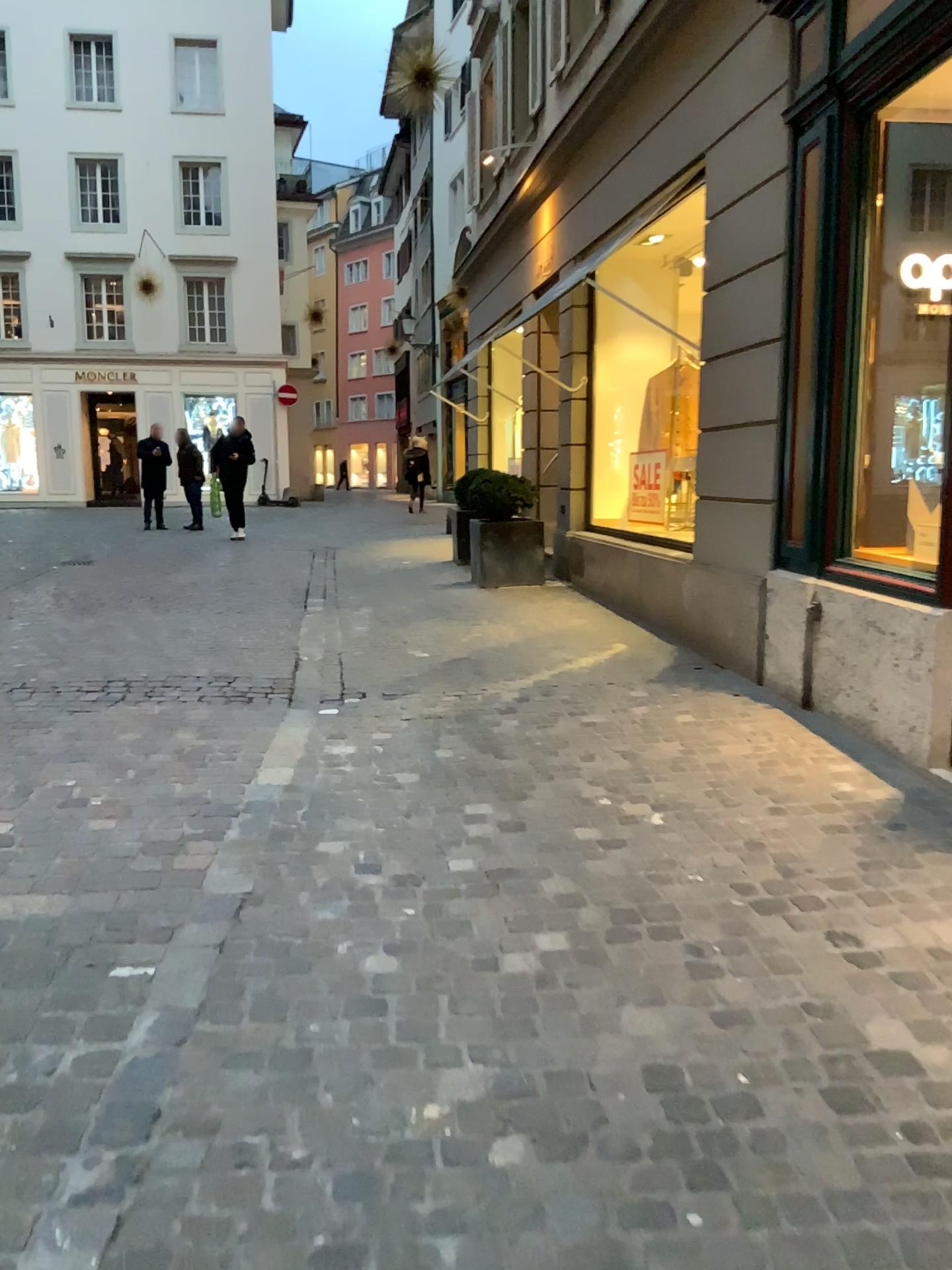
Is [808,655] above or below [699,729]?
above
